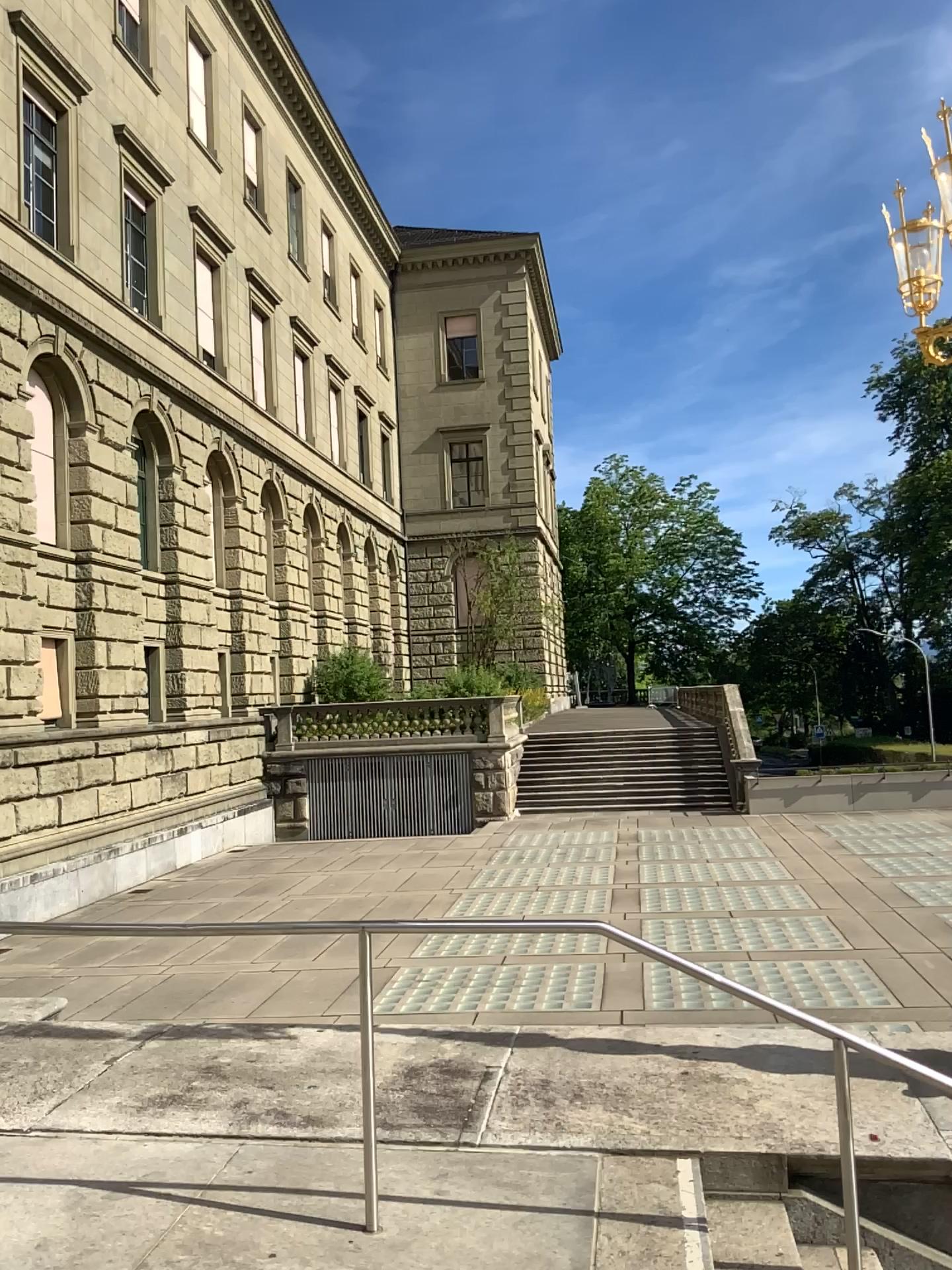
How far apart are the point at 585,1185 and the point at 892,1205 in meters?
1.2 m
